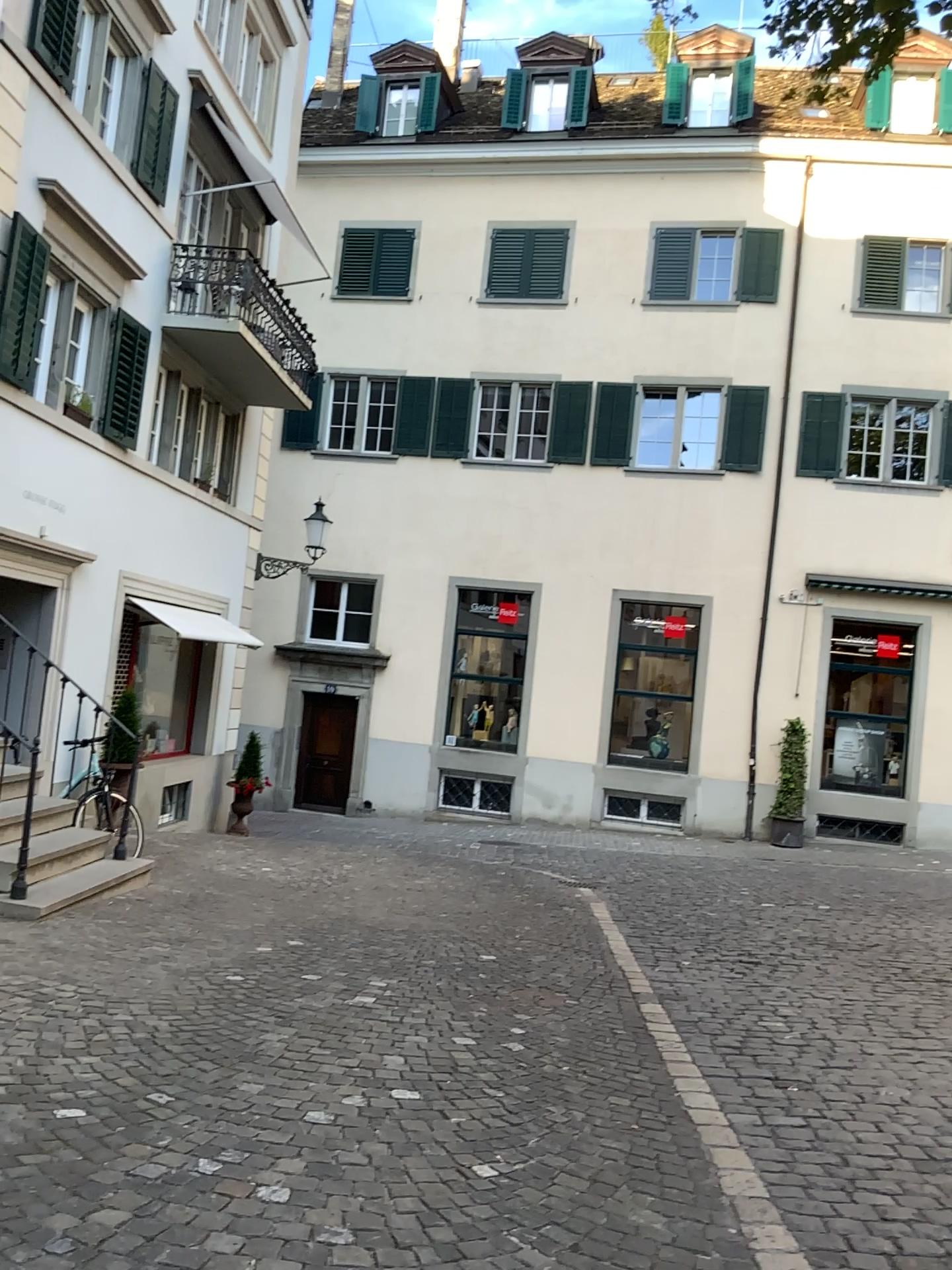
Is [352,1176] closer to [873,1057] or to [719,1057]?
[719,1057]
